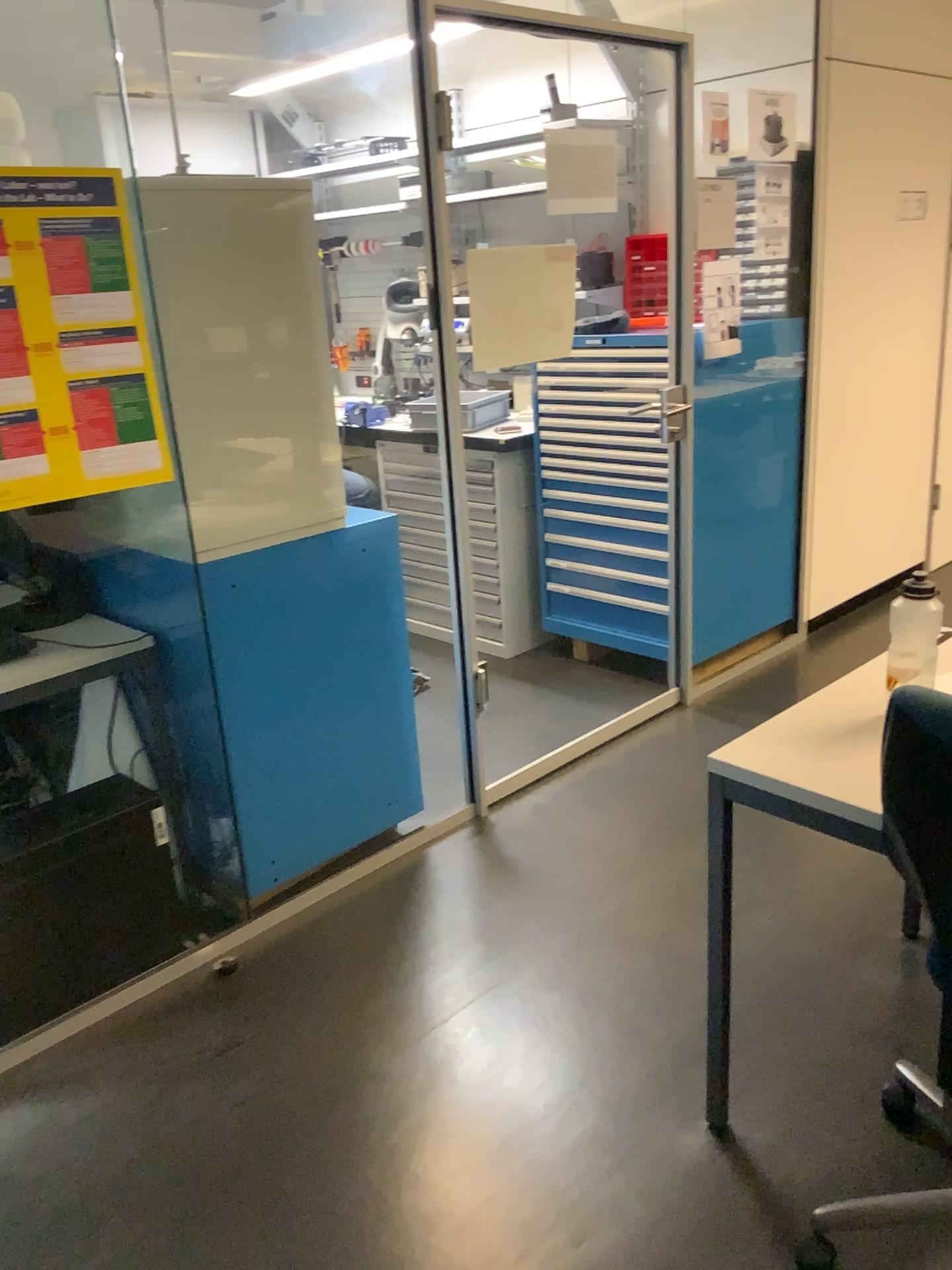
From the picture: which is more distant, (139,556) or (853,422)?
(853,422)

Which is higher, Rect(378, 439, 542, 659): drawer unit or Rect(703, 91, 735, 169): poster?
Rect(703, 91, 735, 169): poster

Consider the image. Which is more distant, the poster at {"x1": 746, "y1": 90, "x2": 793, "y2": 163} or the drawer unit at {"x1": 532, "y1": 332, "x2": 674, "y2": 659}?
the drawer unit at {"x1": 532, "y1": 332, "x2": 674, "y2": 659}

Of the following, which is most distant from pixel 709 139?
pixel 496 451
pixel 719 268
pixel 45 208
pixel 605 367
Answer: pixel 45 208

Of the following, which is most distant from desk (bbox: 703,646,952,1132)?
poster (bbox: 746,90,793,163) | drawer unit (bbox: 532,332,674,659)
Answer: poster (bbox: 746,90,793,163)

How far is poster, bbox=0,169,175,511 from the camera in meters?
1.9 m

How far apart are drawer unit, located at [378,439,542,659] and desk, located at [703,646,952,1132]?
2.3 meters

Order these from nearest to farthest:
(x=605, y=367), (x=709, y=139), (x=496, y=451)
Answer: (x=709, y=139), (x=605, y=367), (x=496, y=451)

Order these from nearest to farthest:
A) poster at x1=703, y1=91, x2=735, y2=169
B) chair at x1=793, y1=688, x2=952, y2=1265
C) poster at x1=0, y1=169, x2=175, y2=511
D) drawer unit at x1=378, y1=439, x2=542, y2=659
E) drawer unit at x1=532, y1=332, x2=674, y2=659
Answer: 1. chair at x1=793, y1=688, x2=952, y2=1265
2. poster at x1=0, y1=169, x2=175, y2=511
3. poster at x1=703, y1=91, x2=735, y2=169
4. drawer unit at x1=532, y1=332, x2=674, y2=659
5. drawer unit at x1=378, y1=439, x2=542, y2=659

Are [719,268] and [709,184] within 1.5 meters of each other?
yes
